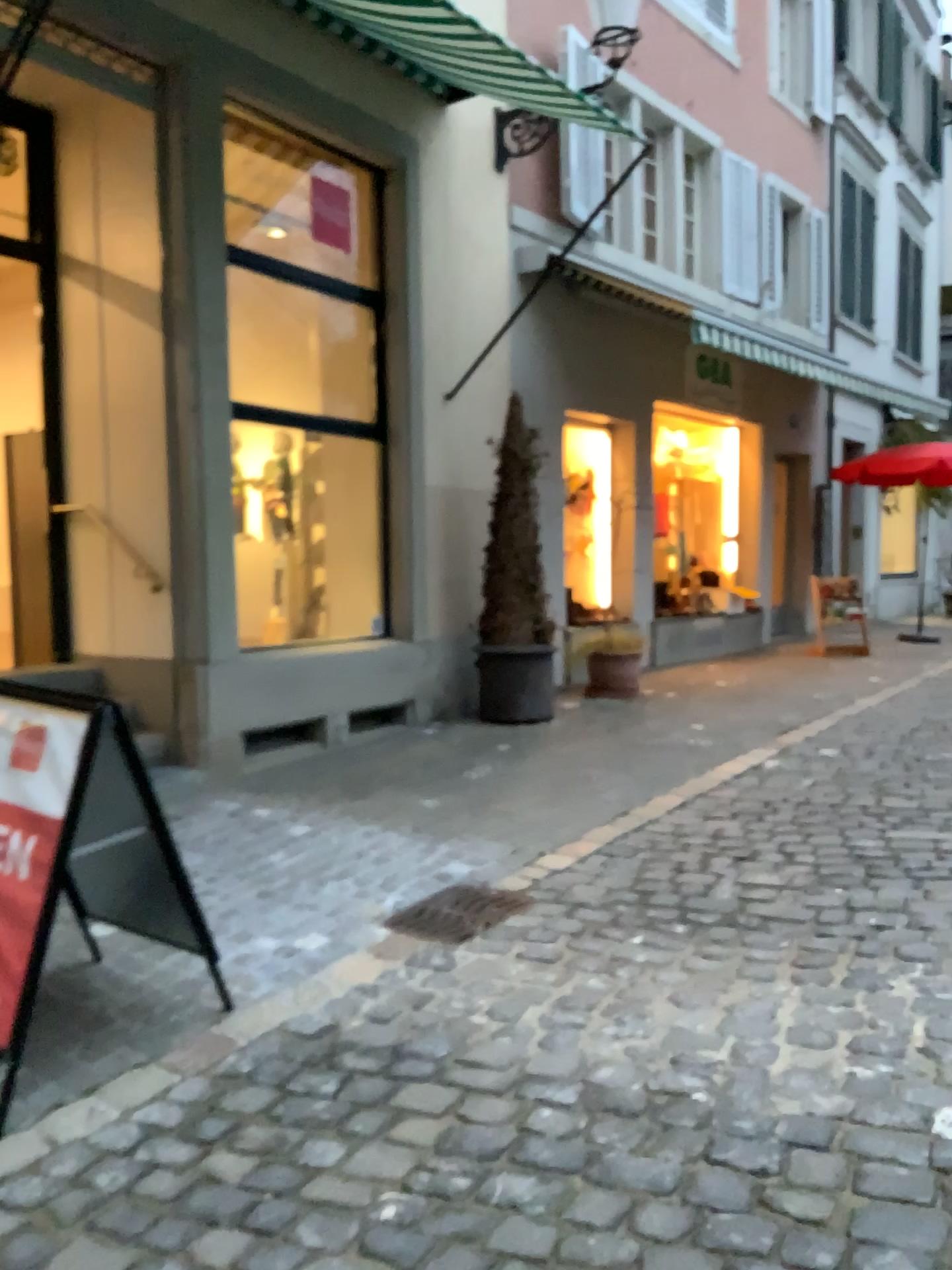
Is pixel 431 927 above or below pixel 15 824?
below

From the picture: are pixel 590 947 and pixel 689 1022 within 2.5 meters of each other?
yes

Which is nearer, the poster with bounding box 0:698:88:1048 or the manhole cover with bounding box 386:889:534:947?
the poster with bounding box 0:698:88:1048

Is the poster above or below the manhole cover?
above

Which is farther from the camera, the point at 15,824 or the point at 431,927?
the point at 431,927

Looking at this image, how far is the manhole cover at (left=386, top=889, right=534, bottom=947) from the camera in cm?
369

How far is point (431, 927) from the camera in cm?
369
